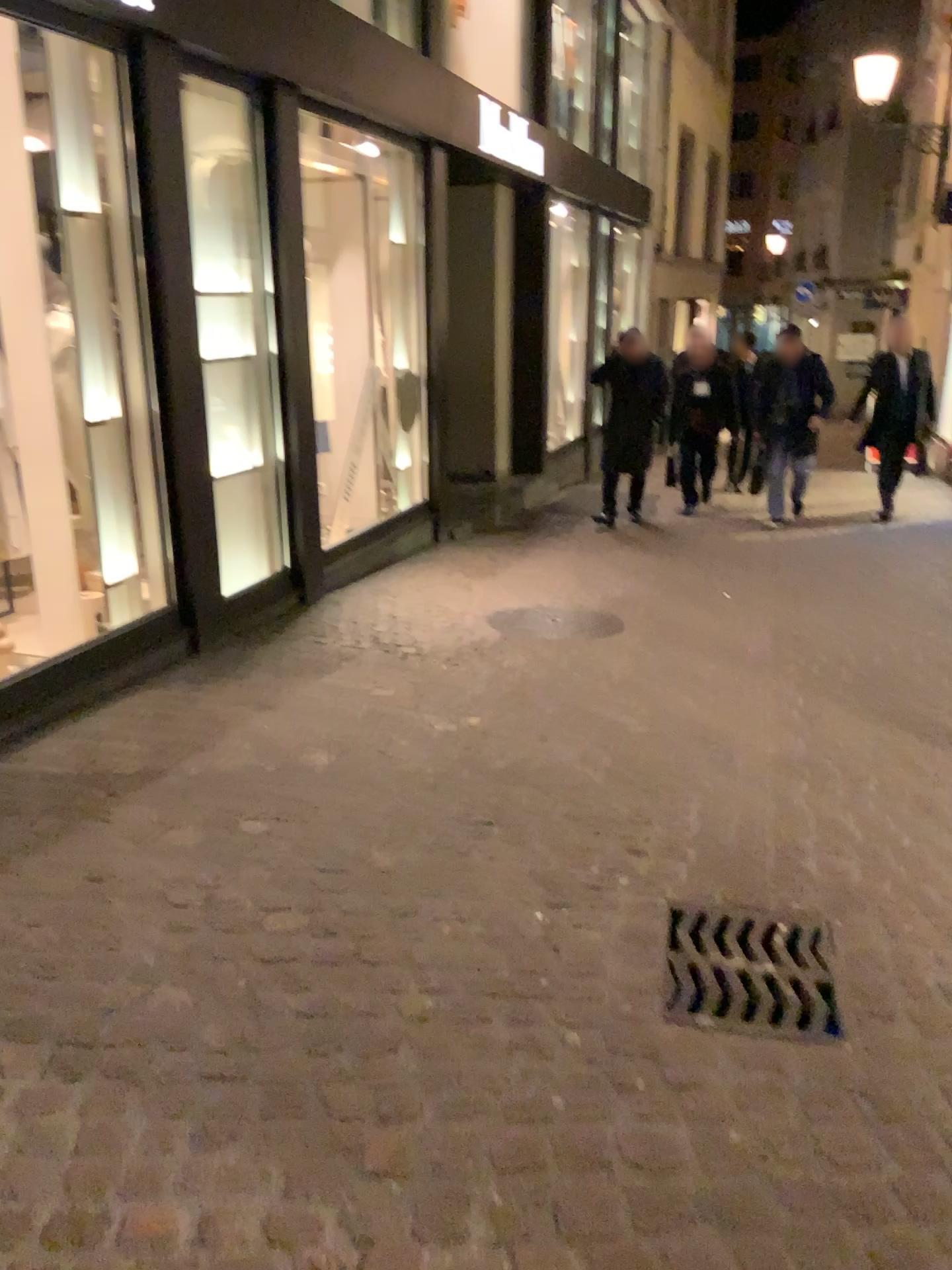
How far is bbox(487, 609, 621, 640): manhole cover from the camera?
5.2m

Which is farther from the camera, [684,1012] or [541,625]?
[541,625]

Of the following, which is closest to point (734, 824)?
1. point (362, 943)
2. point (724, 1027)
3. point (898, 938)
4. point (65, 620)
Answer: point (898, 938)

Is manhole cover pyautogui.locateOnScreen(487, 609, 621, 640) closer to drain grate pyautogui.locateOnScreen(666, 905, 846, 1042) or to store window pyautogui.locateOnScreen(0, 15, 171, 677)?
store window pyautogui.locateOnScreen(0, 15, 171, 677)

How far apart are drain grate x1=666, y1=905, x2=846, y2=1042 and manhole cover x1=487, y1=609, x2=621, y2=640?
2.7 meters

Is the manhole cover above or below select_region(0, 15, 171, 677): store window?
below

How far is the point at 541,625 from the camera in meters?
5.2 m

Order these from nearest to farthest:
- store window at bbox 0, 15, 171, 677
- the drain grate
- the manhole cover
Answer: the drain grate < store window at bbox 0, 15, 171, 677 < the manhole cover

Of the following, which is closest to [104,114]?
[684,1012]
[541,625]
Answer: [541,625]

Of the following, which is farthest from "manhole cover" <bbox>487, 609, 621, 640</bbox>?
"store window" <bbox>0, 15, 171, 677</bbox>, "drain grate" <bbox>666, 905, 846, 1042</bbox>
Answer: "drain grate" <bbox>666, 905, 846, 1042</bbox>
